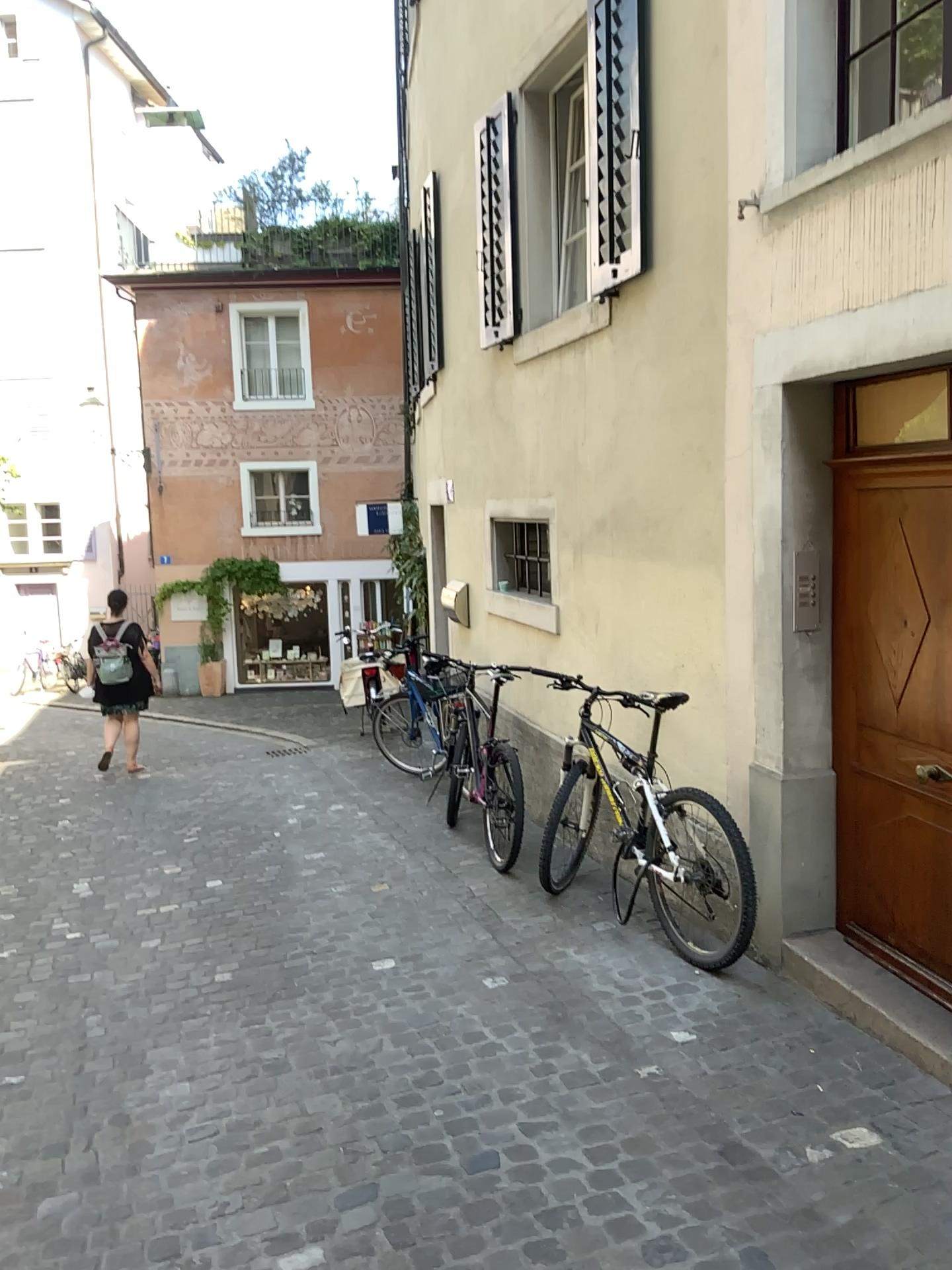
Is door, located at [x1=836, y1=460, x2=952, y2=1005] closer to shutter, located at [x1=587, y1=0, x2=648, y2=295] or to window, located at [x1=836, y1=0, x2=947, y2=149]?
window, located at [x1=836, y1=0, x2=947, y2=149]

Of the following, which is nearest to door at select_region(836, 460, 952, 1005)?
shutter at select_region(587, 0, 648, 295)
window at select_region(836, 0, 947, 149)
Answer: window at select_region(836, 0, 947, 149)

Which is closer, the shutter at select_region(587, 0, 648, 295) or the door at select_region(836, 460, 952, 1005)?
the door at select_region(836, 460, 952, 1005)

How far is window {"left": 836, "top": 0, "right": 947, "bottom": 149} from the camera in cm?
349

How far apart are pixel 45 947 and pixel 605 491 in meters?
3.3

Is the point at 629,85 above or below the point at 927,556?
above

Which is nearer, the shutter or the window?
the window

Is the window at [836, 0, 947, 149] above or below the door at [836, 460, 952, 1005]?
above

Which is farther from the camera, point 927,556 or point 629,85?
point 629,85

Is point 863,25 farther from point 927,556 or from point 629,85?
point 927,556
